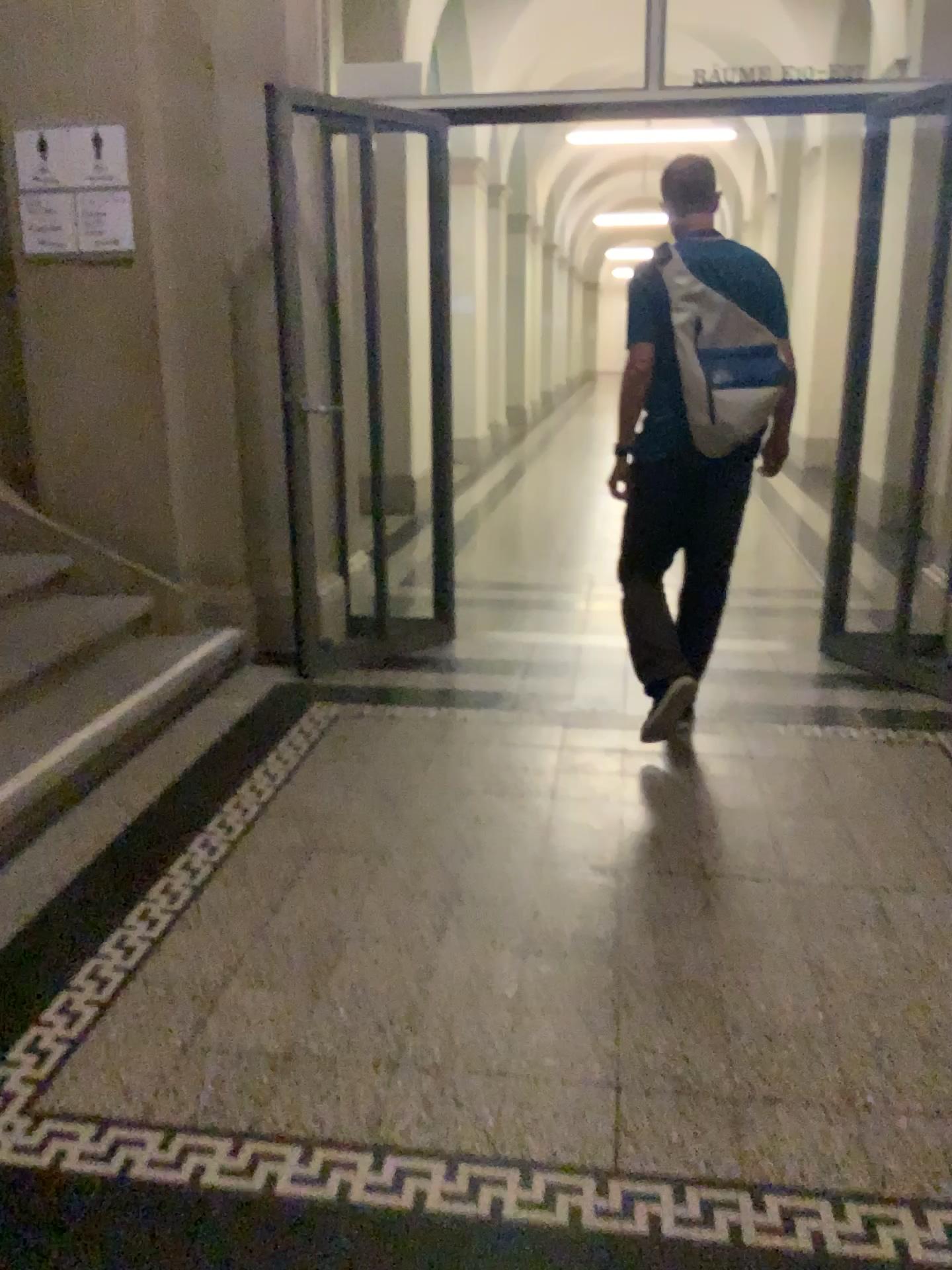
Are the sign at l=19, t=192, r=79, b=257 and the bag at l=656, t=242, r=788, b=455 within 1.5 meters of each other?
no

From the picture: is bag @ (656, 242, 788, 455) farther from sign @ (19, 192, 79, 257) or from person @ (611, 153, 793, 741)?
sign @ (19, 192, 79, 257)

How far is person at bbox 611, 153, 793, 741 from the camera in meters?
3.1 m

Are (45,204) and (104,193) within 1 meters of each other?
yes

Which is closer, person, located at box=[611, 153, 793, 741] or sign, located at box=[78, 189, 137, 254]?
person, located at box=[611, 153, 793, 741]

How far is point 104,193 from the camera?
3.87m

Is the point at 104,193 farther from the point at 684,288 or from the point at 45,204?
the point at 684,288

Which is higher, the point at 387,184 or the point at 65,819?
the point at 387,184

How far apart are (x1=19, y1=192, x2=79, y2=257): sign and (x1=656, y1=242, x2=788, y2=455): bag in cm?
221

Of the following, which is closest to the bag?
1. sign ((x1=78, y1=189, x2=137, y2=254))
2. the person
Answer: the person
